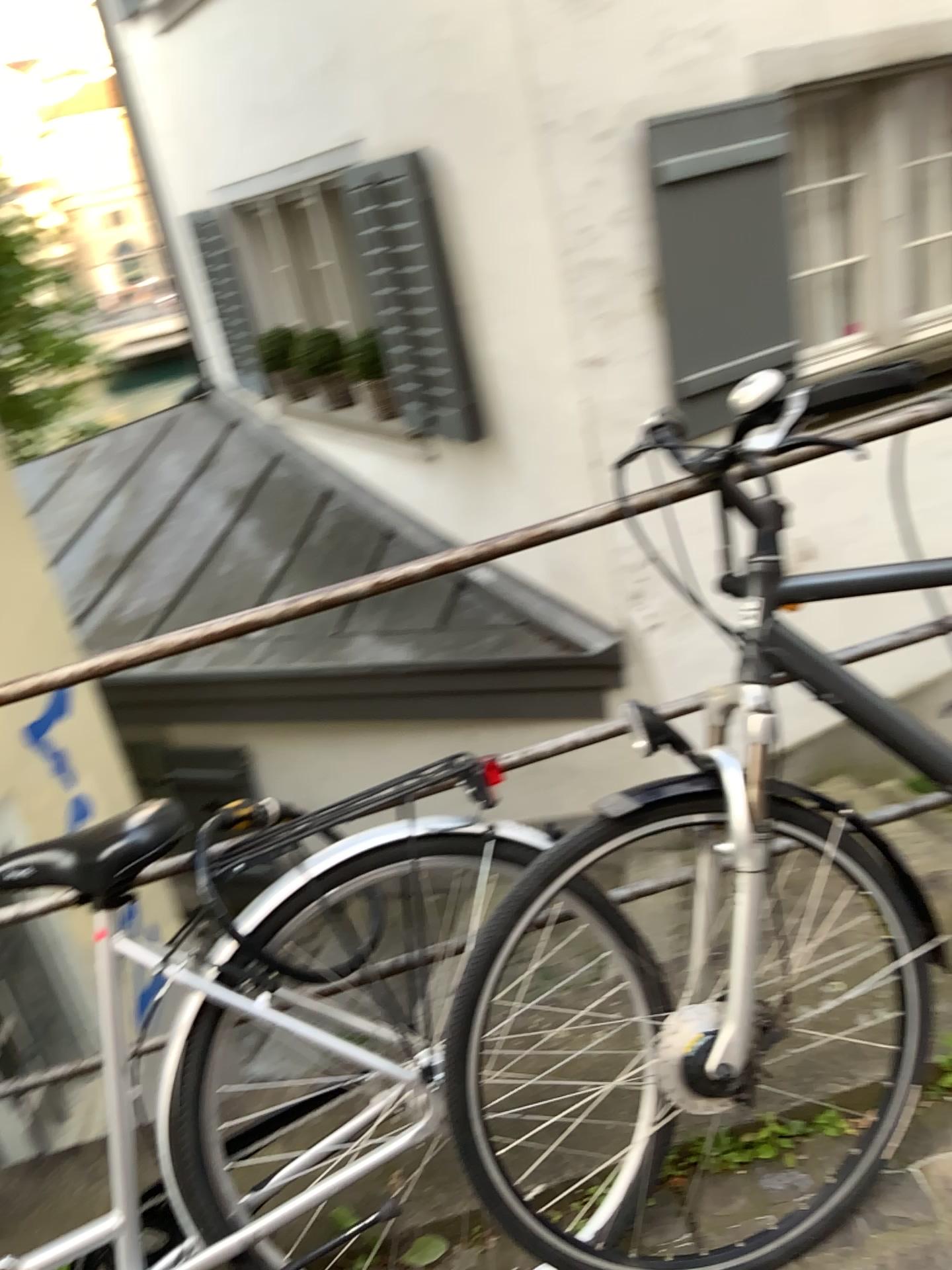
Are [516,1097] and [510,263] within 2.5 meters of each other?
no

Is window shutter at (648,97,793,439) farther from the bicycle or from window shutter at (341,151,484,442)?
the bicycle

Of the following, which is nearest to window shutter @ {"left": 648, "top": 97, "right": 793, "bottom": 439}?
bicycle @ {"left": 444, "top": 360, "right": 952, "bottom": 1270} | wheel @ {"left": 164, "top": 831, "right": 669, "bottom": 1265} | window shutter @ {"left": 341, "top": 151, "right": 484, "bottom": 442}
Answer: window shutter @ {"left": 341, "top": 151, "right": 484, "bottom": 442}

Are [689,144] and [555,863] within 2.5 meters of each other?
no

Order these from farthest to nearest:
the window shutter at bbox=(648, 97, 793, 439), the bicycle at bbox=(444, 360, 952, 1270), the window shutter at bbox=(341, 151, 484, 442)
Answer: the window shutter at bbox=(341, 151, 484, 442) → the window shutter at bbox=(648, 97, 793, 439) → the bicycle at bbox=(444, 360, 952, 1270)

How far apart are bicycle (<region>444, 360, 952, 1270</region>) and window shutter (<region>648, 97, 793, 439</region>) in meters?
2.8 m

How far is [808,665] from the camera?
1.37m

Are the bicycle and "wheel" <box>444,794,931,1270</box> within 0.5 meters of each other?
yes

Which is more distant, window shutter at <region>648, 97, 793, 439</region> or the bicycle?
window shutter at <region>648, 97, 793, 439</region>

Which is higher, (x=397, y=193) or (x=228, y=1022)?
(x=397, y=193)
